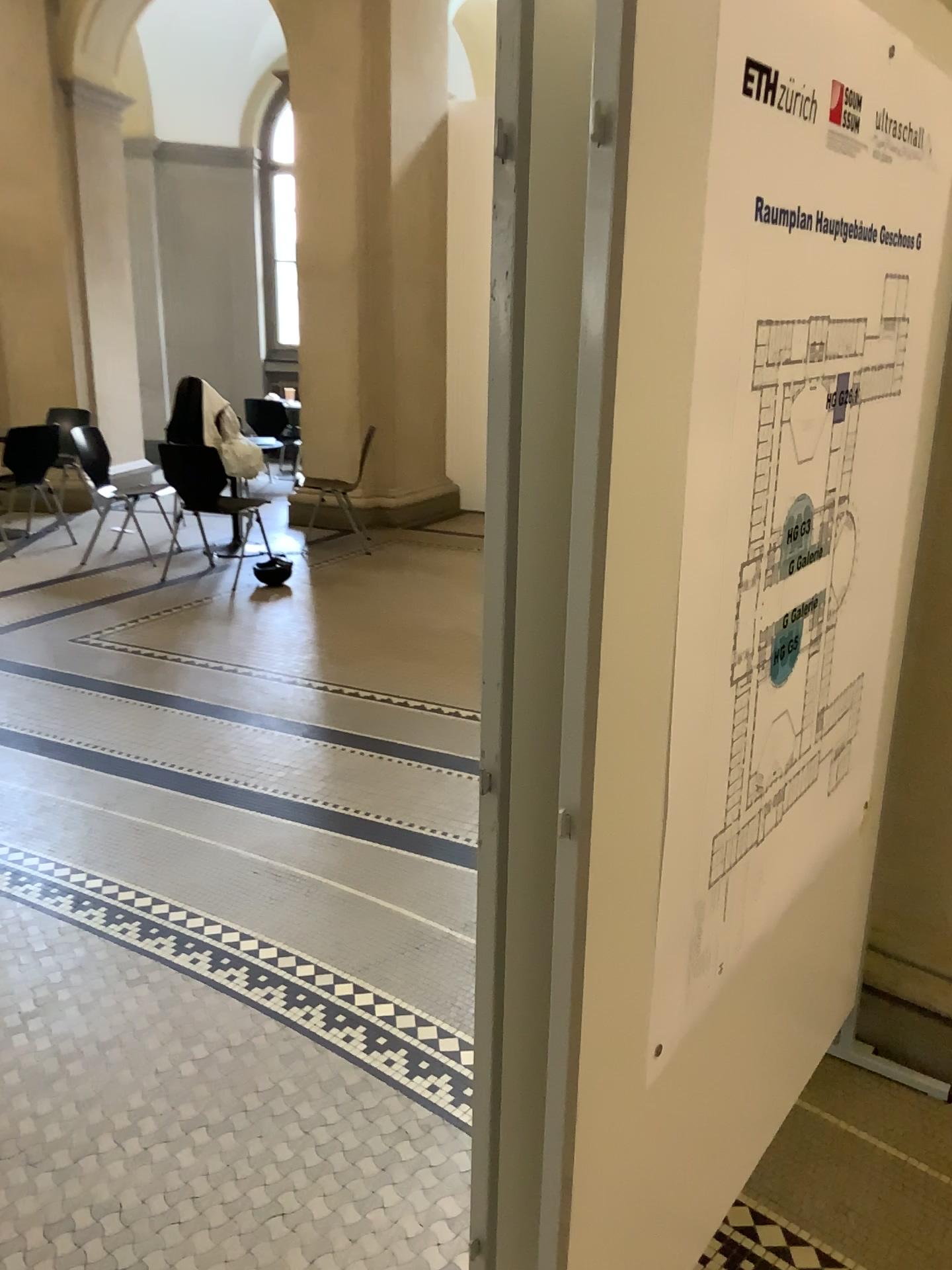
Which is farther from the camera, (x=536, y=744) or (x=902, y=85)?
(x=902, y=85)
